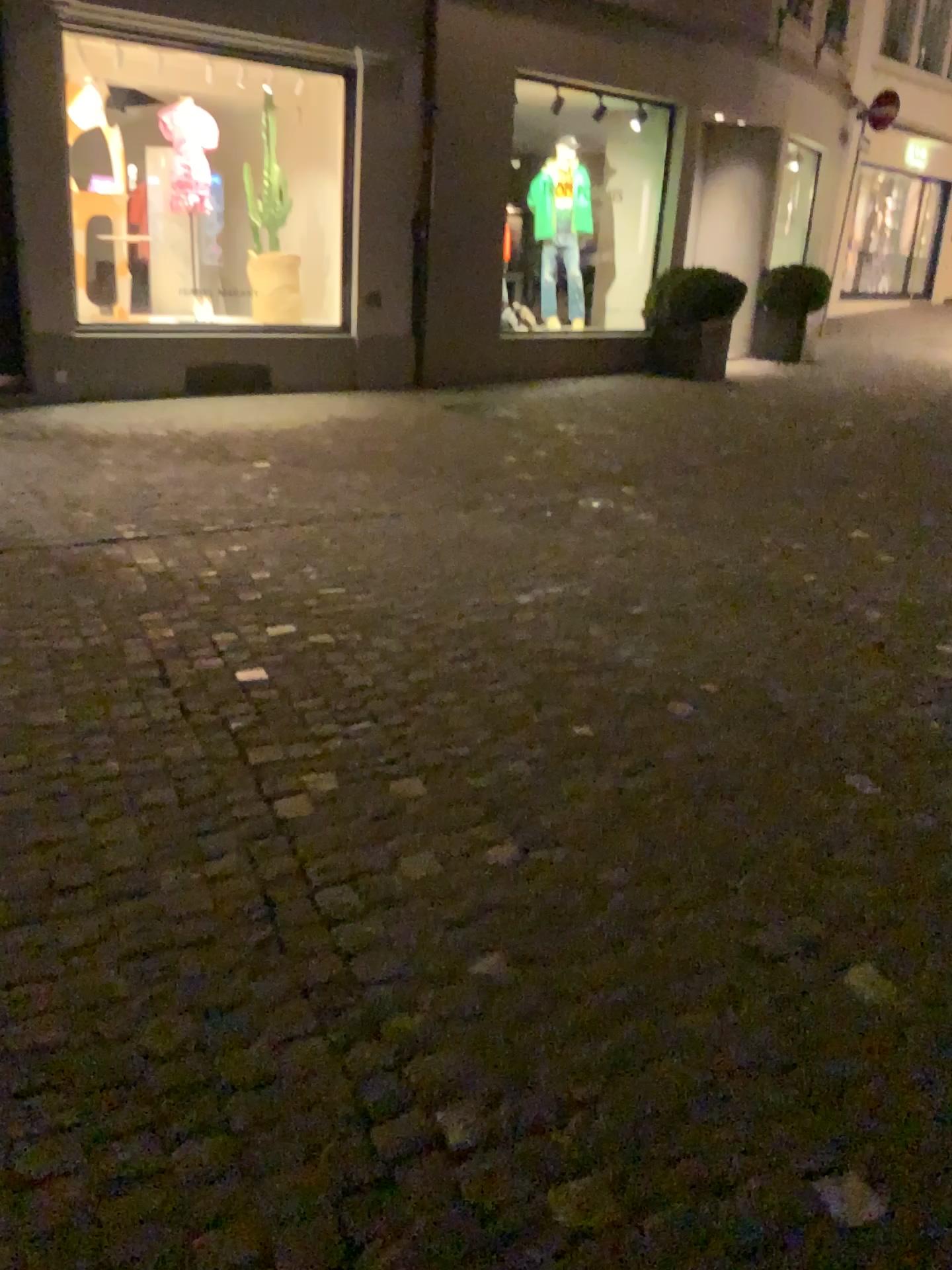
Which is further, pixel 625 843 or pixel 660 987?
pixel 625 843
